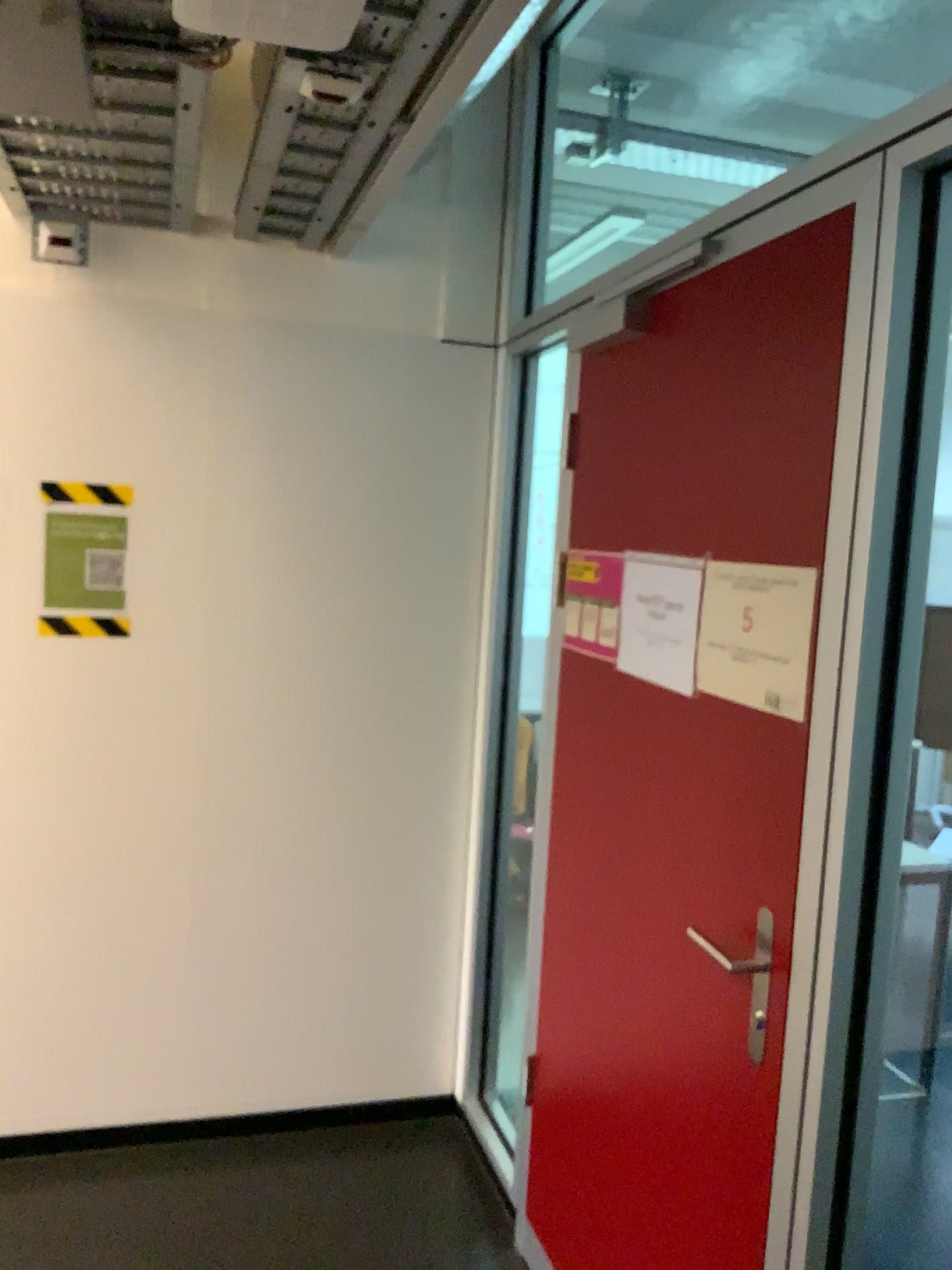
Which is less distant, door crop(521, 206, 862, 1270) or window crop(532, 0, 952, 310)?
door crop(521, 206, 862, 1270)

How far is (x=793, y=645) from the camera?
1.5 meters

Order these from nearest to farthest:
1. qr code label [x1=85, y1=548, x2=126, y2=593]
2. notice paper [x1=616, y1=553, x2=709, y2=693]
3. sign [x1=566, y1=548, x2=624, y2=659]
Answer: notice paper [x1=616, y1=553, x2=709, y2=693] → sign [x1=566, y1=548, x2=624, y2=659] → qr code label [x1=85, y1=548, x2=126, y2=593]

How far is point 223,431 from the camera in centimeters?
268cm

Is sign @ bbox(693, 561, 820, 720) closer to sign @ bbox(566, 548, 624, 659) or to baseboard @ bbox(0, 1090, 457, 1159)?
sign @ bbox(566, 548, 624, 659)

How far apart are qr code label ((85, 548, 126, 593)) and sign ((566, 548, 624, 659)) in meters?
1.1 m

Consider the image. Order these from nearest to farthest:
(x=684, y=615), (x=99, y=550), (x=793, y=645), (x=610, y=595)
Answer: (x=793, y=645) < (x=684, y=615) < (x=610, y=595) < (x=99, y=550)

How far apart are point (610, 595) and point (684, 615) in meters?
0.3 m

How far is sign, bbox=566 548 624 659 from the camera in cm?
209

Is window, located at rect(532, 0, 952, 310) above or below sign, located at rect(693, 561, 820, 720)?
above
